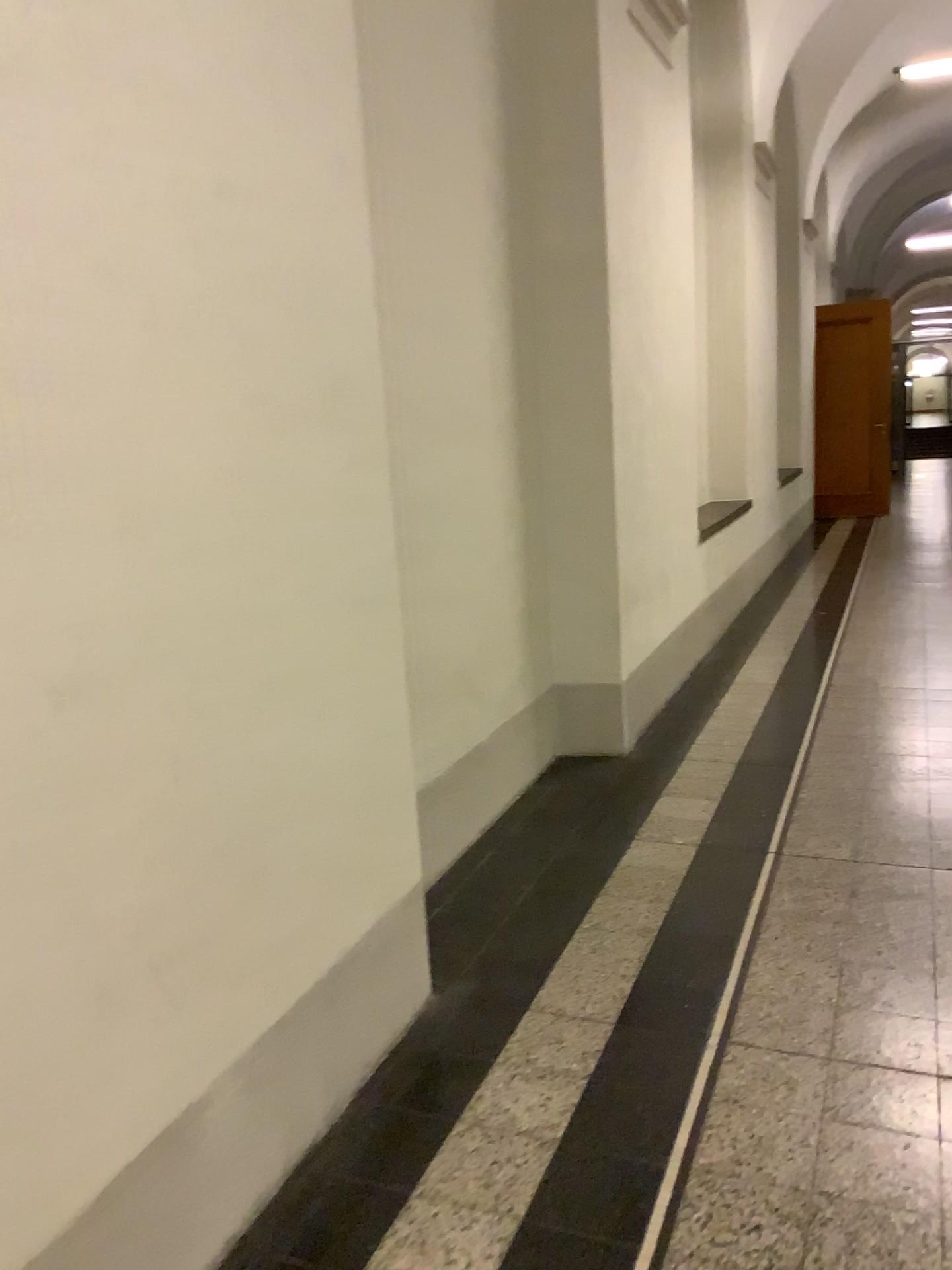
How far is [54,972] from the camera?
1.4 meters
